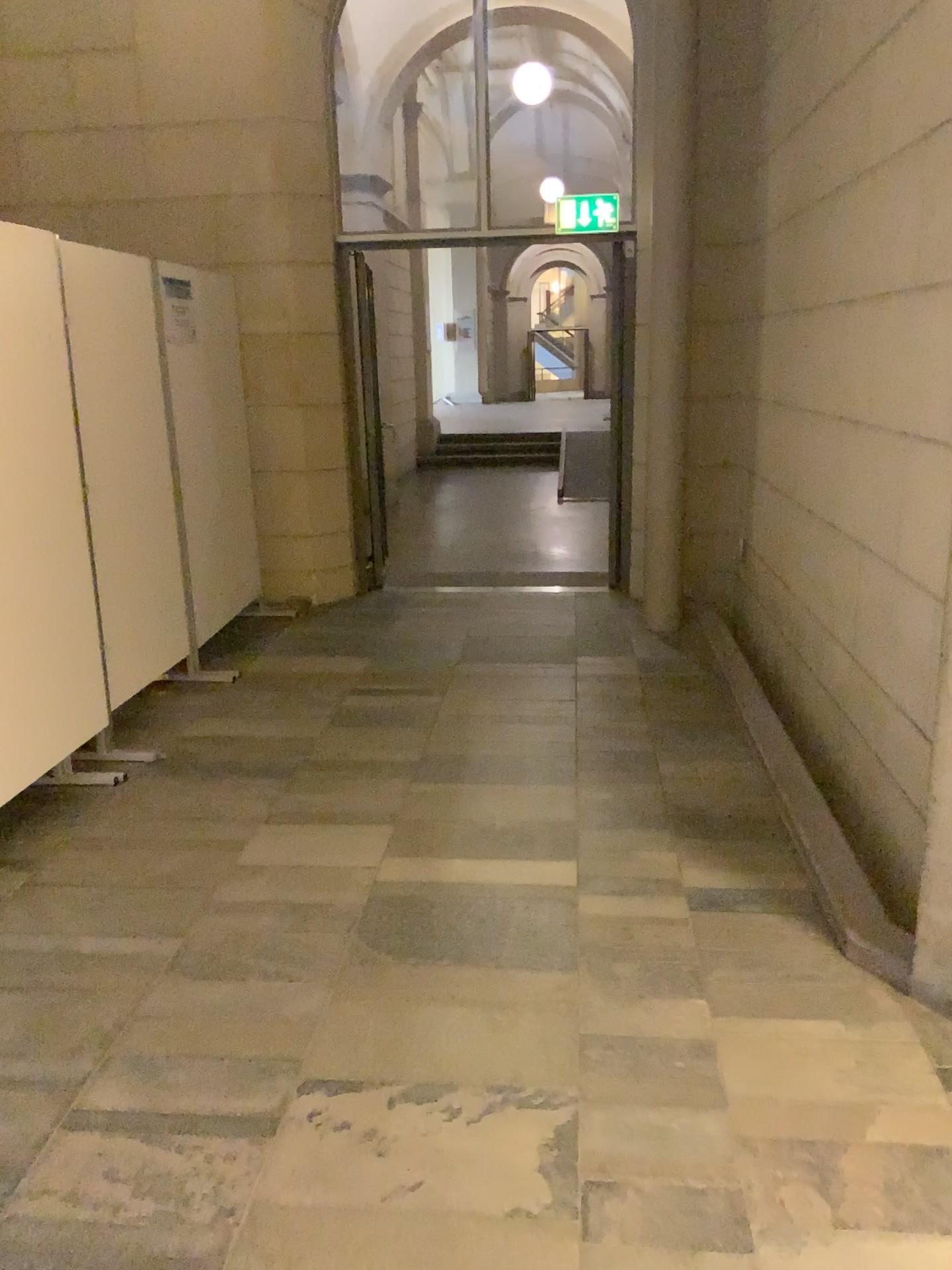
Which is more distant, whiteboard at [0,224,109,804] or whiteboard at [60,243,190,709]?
whiteboard at [60,243,190,709]

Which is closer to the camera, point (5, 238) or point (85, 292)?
point (5, 238)

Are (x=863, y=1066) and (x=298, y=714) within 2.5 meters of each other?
no
